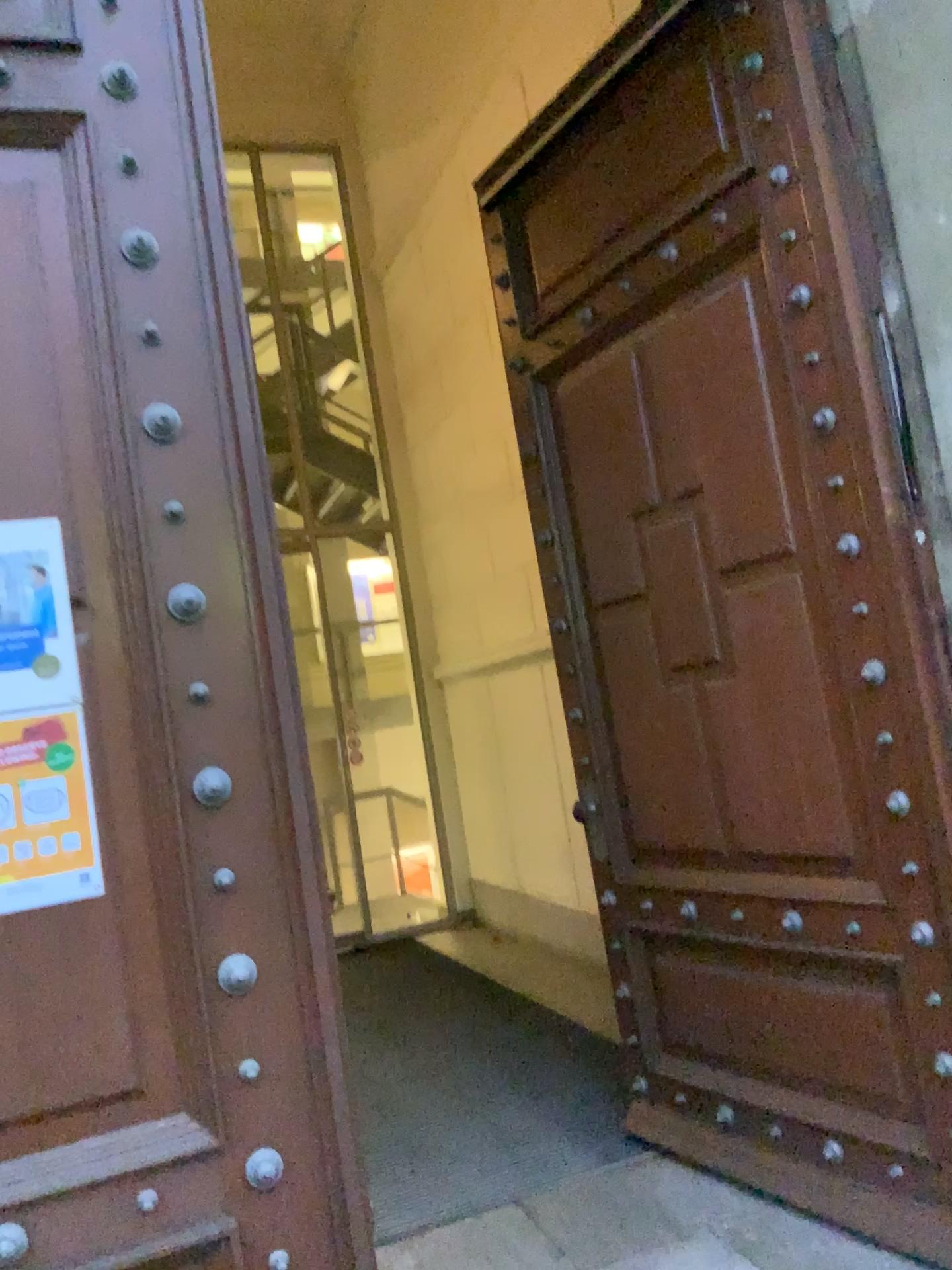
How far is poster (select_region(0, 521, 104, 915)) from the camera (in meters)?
1.63

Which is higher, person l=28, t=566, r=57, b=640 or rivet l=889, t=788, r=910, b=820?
person l=28, t=566, r=57, b=640

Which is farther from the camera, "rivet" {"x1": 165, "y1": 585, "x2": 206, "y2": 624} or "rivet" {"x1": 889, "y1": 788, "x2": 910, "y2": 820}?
"rivet" {"x1": 889, "y1": 788, "x2": 910, "y2": 820}

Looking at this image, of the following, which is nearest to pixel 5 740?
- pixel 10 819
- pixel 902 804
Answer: pixel 10 819

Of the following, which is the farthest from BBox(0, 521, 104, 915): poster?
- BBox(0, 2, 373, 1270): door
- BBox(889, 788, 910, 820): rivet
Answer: BBox(889, 788, 910, 820): rivet

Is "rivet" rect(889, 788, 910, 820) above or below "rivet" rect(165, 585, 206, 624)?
below

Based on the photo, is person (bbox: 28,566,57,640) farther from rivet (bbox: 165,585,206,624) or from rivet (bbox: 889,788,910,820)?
rivet (bbox: 889,788,910,820)

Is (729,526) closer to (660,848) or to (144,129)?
(660,848)

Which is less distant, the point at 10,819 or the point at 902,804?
the point at 10,819

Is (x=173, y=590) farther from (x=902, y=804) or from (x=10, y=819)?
(x=902, y=804)
